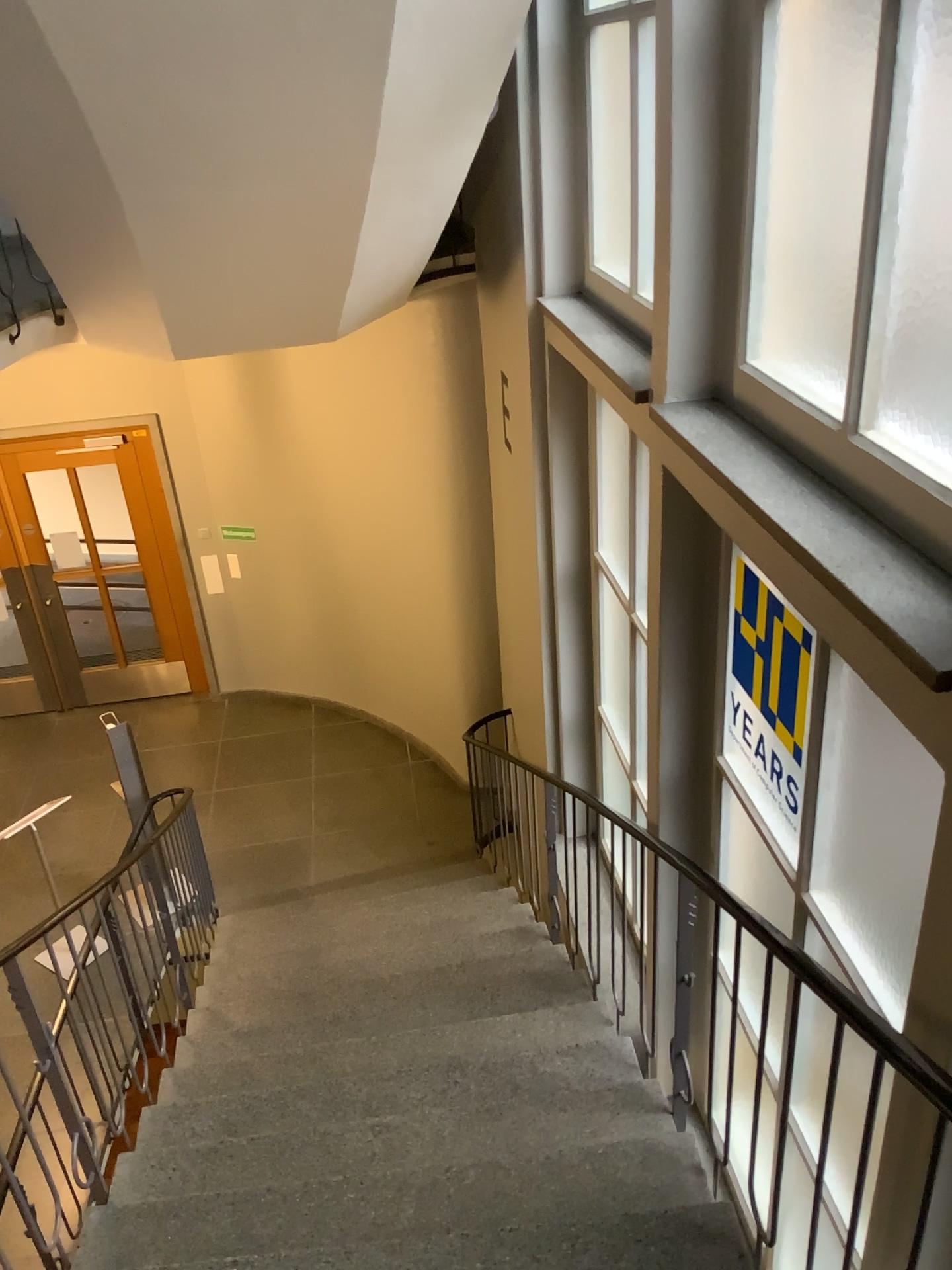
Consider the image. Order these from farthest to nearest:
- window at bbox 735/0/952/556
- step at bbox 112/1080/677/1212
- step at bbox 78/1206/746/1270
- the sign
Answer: step at bbox 112/1080/677/1212 < the sign < step at bbox 78/1206/746/1270 < window at bbox 735/0/952/556

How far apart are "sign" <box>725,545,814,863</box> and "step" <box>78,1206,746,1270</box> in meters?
0.9 m

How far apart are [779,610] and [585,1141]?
1.6m

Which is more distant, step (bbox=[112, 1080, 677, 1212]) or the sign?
step (bbox=[112, 1080, 677, 1212])

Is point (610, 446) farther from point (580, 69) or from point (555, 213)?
point (580, 69)

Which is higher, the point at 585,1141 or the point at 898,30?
the point at 898,30

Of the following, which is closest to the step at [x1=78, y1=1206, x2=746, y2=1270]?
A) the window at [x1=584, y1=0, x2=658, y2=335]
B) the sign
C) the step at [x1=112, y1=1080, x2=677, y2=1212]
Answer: the step at [x1=112, y1=1080, x2=677, y2=1212]

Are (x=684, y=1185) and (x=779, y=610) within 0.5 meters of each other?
no

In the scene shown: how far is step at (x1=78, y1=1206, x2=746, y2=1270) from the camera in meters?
2.4 m

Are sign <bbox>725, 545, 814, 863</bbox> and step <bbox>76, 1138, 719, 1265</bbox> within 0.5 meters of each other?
no
